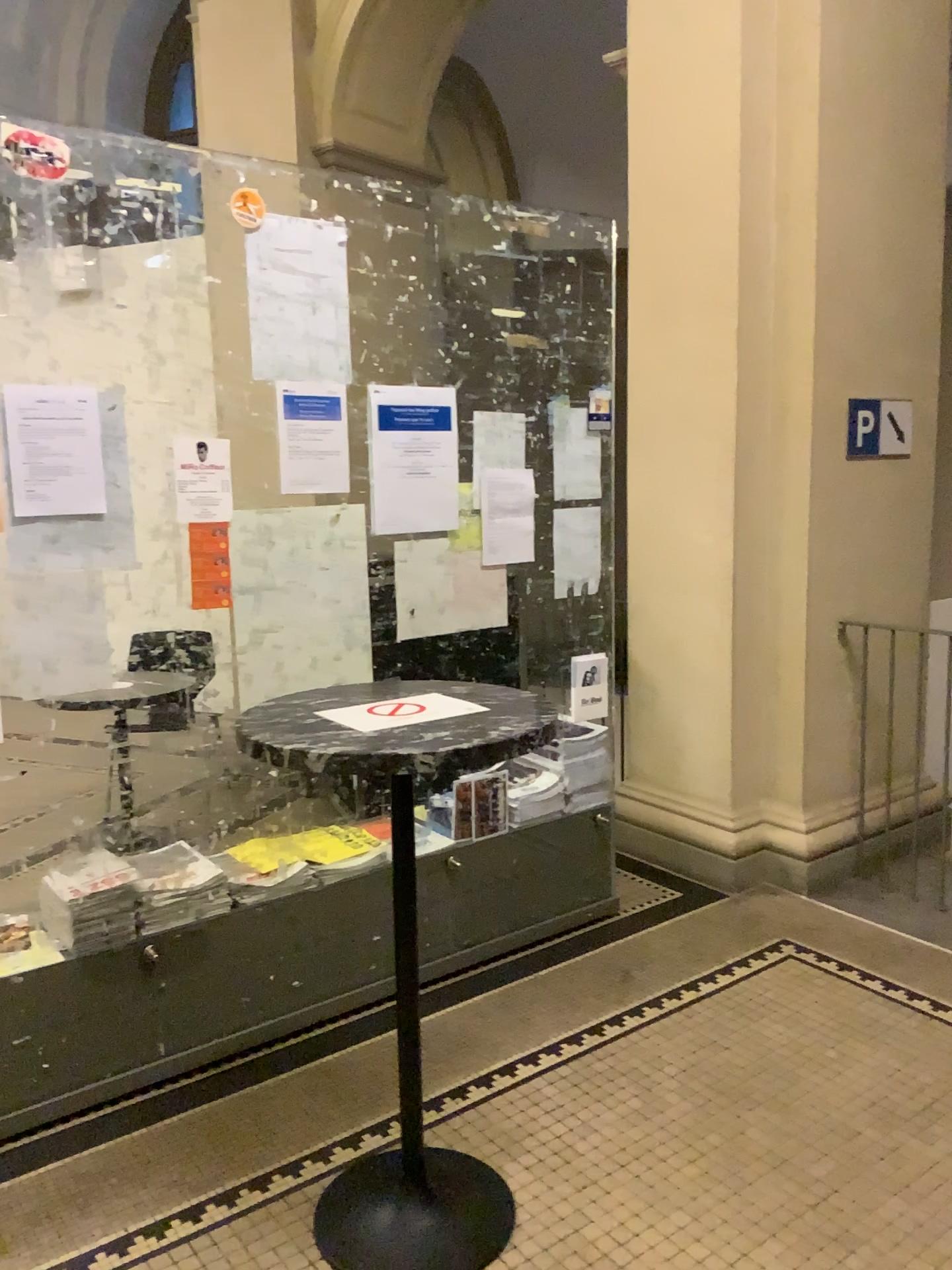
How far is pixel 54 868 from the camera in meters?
2.6 m

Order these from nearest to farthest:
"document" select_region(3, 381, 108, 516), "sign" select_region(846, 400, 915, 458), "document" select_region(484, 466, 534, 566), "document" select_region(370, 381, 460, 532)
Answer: "document" select_region(3, 381, 108, 516)
"document" select_region(370, 381, 460, 532)
"document" select_region(484, 466, 534, 566)
"sign" select_region(846, 400, 915, 458)

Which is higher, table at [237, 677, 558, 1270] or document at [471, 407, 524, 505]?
document at [471, 407, 524, 505]

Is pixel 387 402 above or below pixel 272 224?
below

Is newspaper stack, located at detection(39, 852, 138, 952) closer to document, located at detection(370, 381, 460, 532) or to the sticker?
document, located at detection(370, 381, 460, 532)

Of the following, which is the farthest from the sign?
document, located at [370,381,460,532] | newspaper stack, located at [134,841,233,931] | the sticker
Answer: newspaper stack, located at [134,841,233,931]

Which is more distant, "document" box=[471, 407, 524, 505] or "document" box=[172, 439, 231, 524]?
"document" box=[471, 407, 524, 505]

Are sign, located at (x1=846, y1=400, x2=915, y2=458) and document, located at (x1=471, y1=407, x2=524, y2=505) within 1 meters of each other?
no

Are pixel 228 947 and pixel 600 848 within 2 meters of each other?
yes

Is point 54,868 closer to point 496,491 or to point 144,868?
point 144,868
